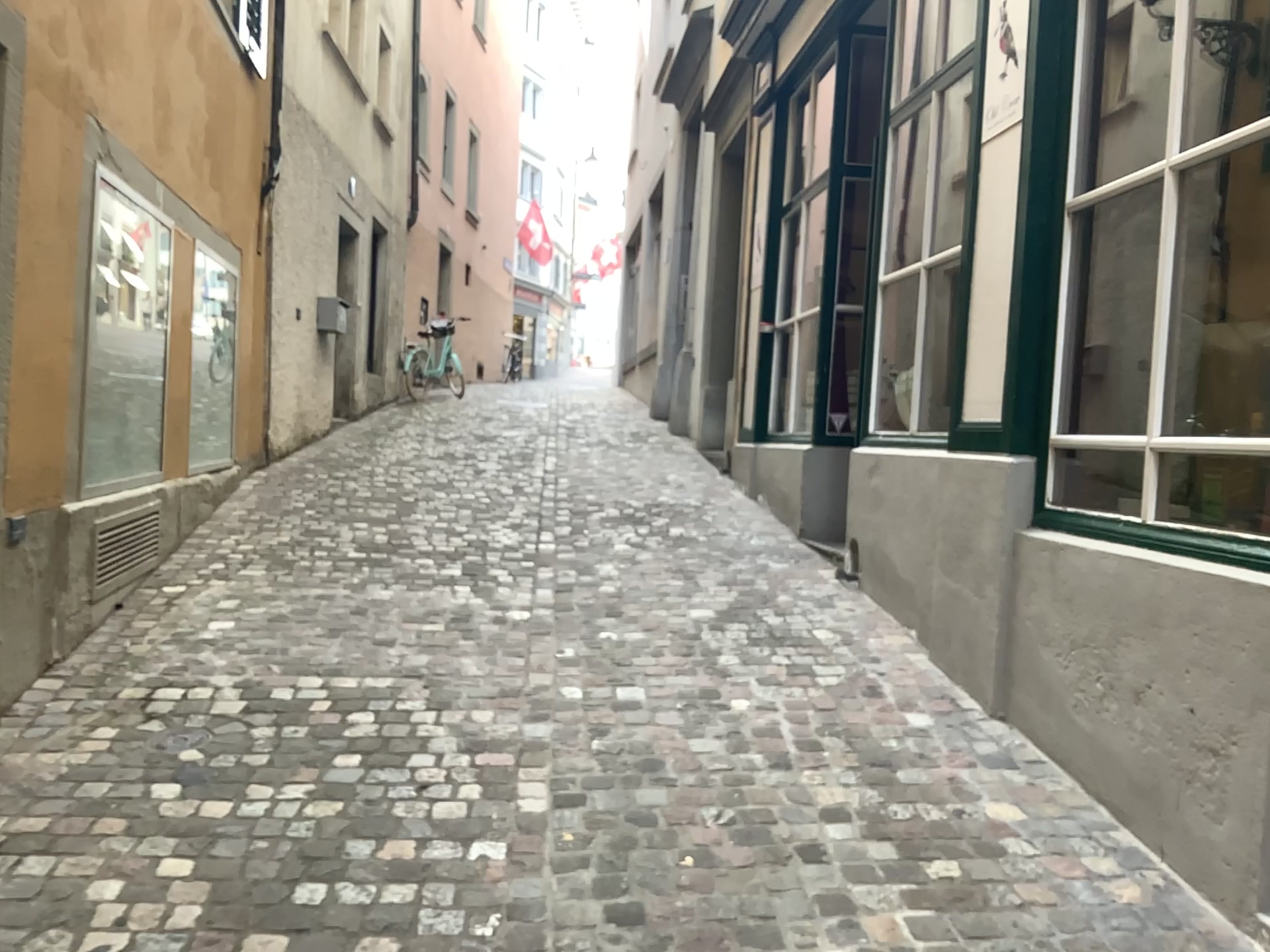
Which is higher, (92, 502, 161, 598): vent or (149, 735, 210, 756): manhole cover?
(92, 502, 161, 598): vent

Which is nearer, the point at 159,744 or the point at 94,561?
the point at 159,744

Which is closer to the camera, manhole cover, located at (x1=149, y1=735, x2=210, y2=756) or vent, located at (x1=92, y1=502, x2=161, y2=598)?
manhole cover, located at (x1=149, y1=735, x2=210, y2=756)

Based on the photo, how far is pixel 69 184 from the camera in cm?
357

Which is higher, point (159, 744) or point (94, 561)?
point (94, 561)
